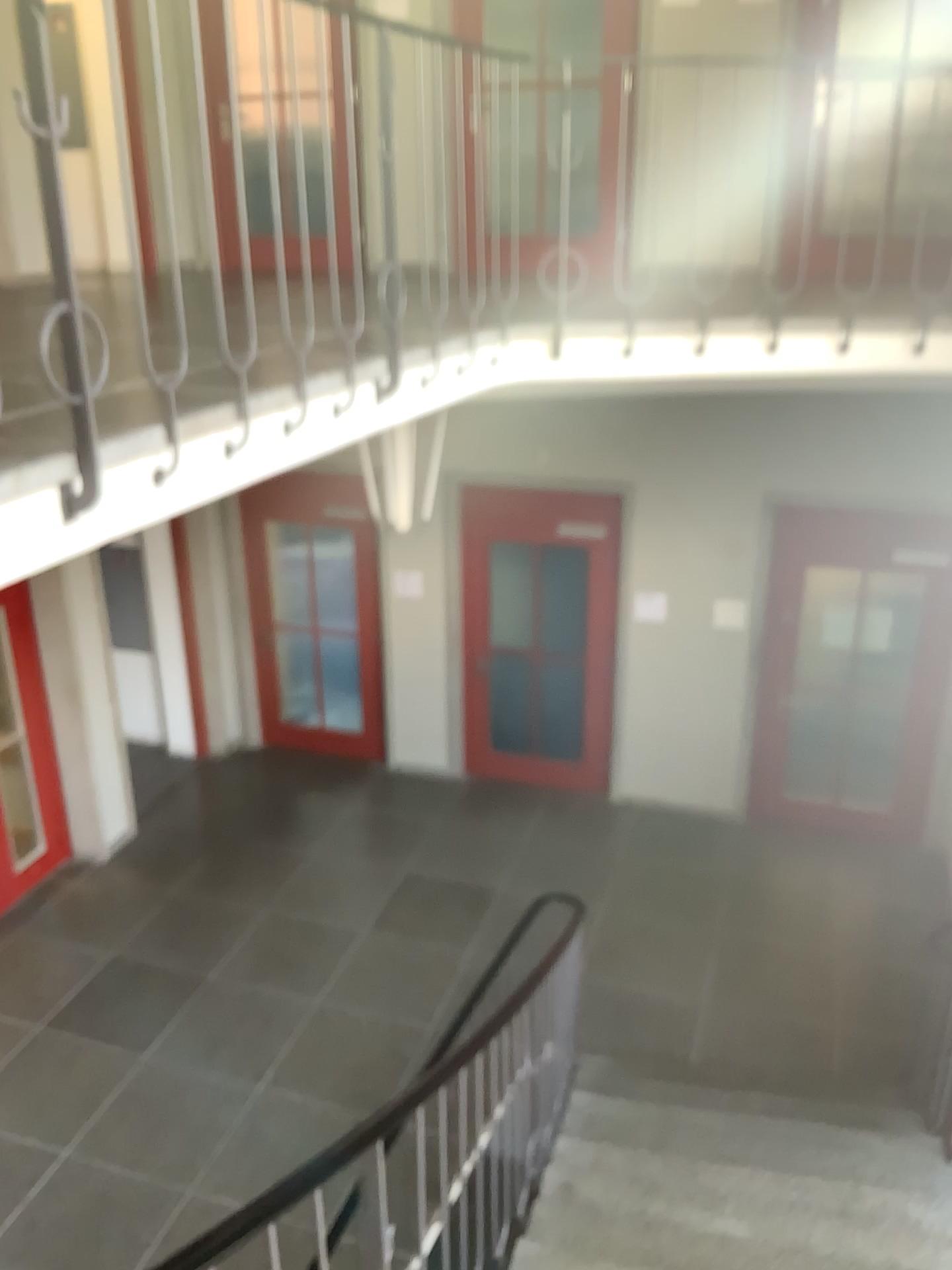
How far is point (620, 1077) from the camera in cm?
497
